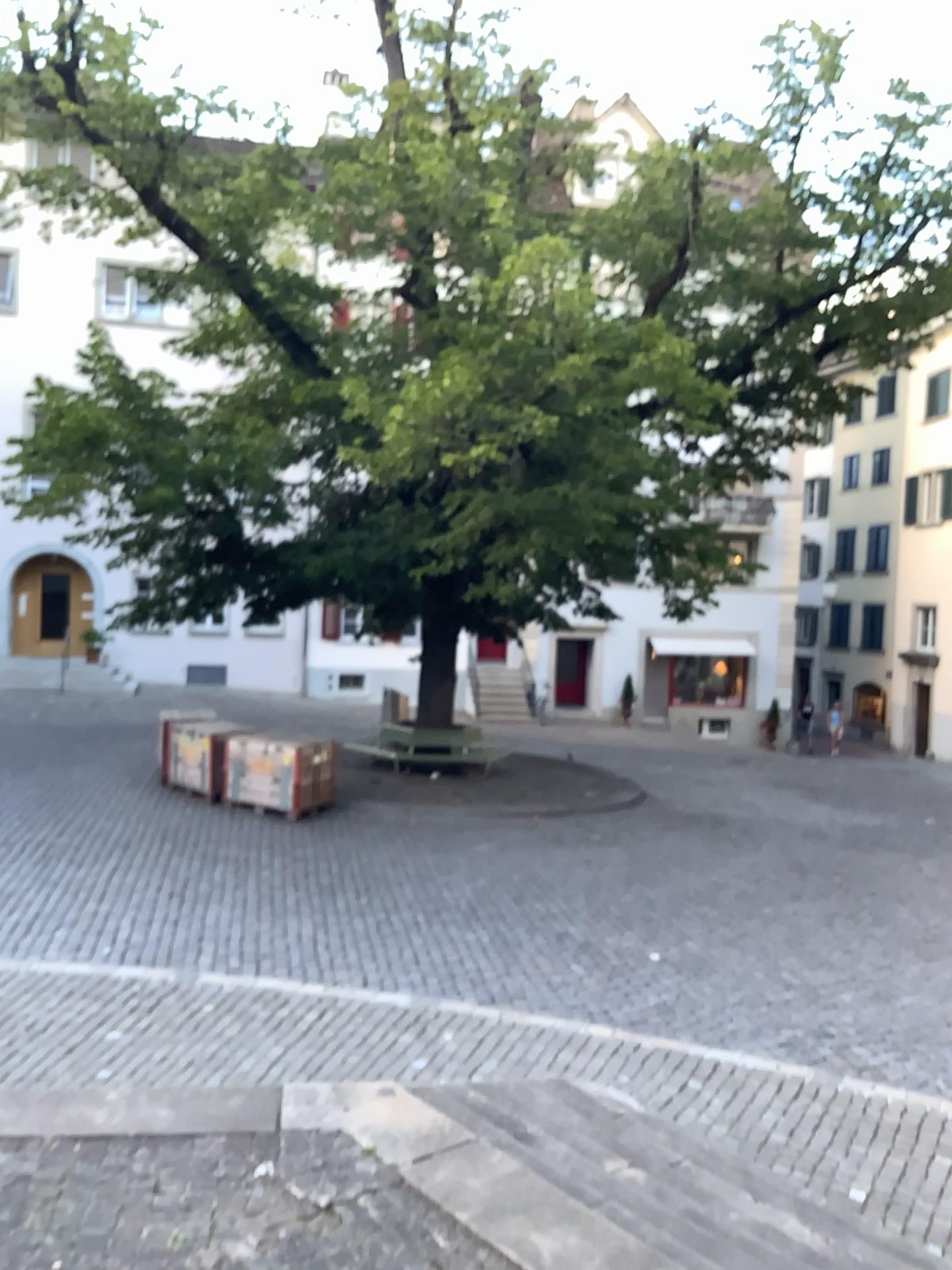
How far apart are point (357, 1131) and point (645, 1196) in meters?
1.1
